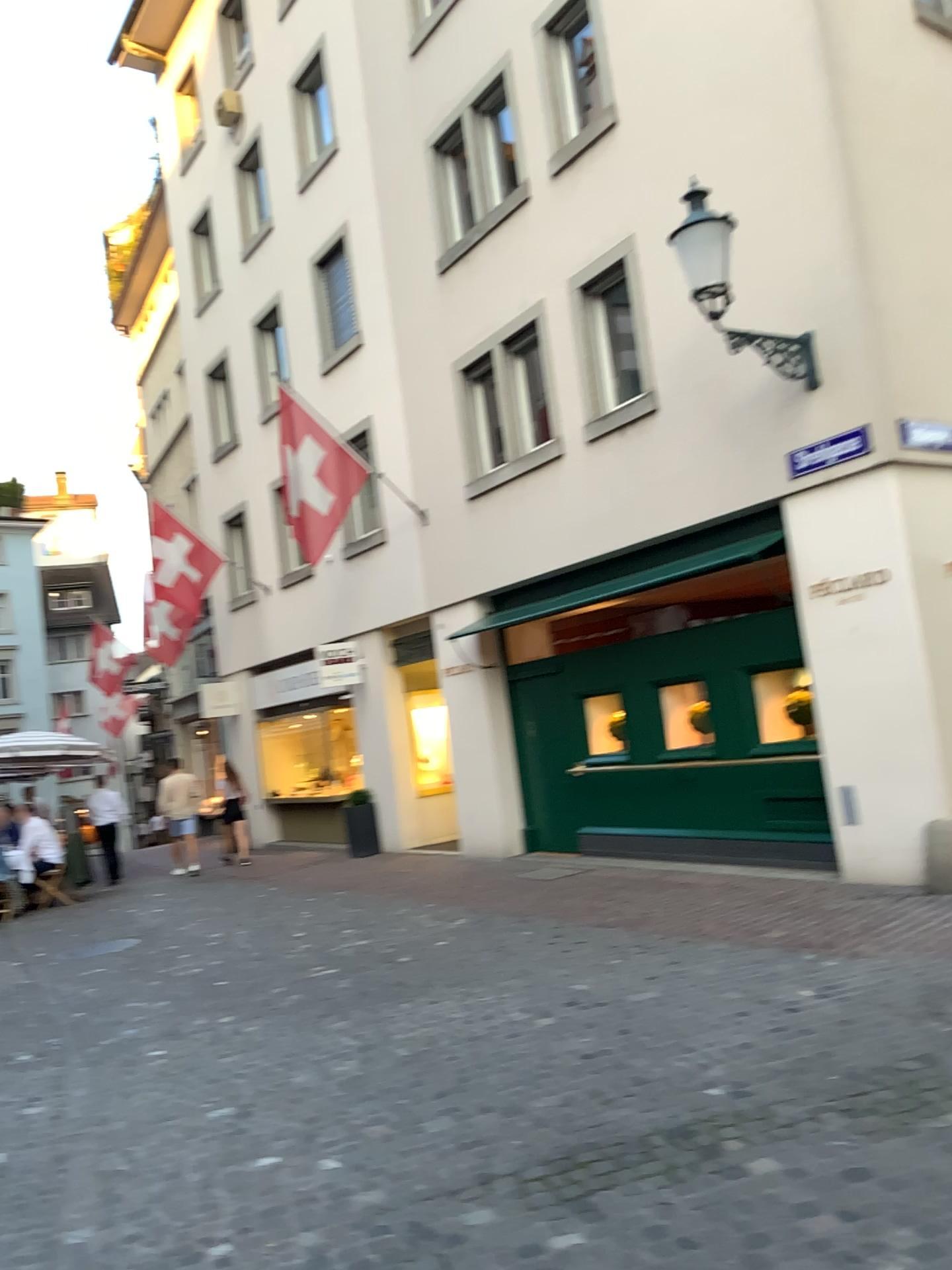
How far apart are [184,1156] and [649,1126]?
1.8 meters
